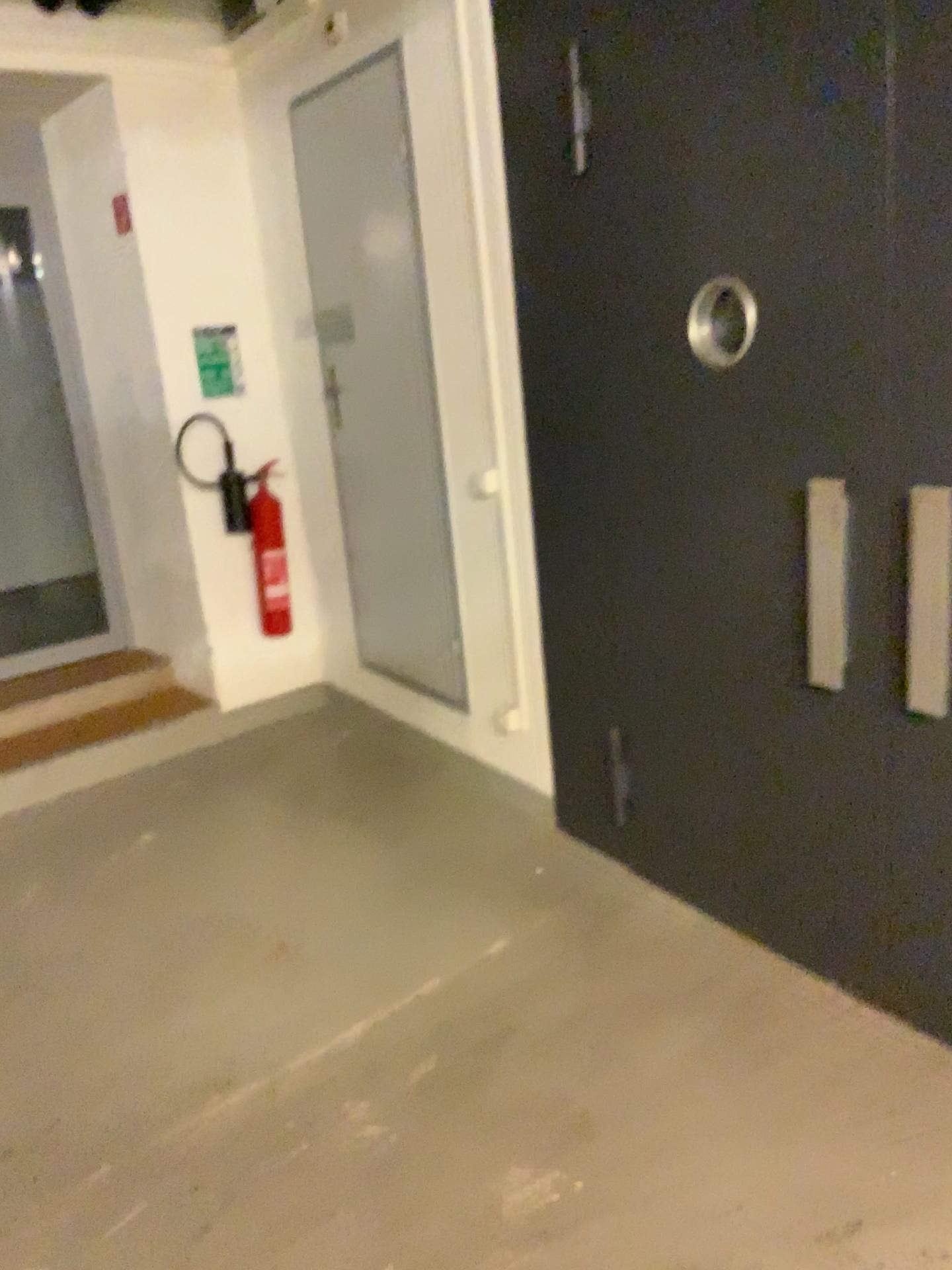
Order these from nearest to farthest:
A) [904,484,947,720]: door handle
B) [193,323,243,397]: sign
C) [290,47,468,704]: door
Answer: [904,484,947,720]: door handle
[290,47,468,704]: door
[193,323,243,397]: sign

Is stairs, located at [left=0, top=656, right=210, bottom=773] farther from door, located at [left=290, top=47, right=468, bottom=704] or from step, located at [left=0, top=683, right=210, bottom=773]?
door, located at [left=290, top=47, right=468, bottom=704]

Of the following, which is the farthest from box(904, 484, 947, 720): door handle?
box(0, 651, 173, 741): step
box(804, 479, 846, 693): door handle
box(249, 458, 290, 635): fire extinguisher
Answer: box(0, 651, 173, 741): step

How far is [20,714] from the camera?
4.3m

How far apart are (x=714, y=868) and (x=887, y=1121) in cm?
80

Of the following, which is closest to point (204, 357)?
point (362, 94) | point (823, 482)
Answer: point (362, 94)

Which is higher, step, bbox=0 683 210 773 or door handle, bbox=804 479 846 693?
door handle, bbox=804 479 846 693

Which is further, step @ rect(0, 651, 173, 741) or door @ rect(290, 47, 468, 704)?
step @ rect(0, 651, 173, 741)

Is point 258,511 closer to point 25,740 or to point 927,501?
point 25,740

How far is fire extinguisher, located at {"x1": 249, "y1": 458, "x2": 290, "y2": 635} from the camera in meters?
4.5 m
